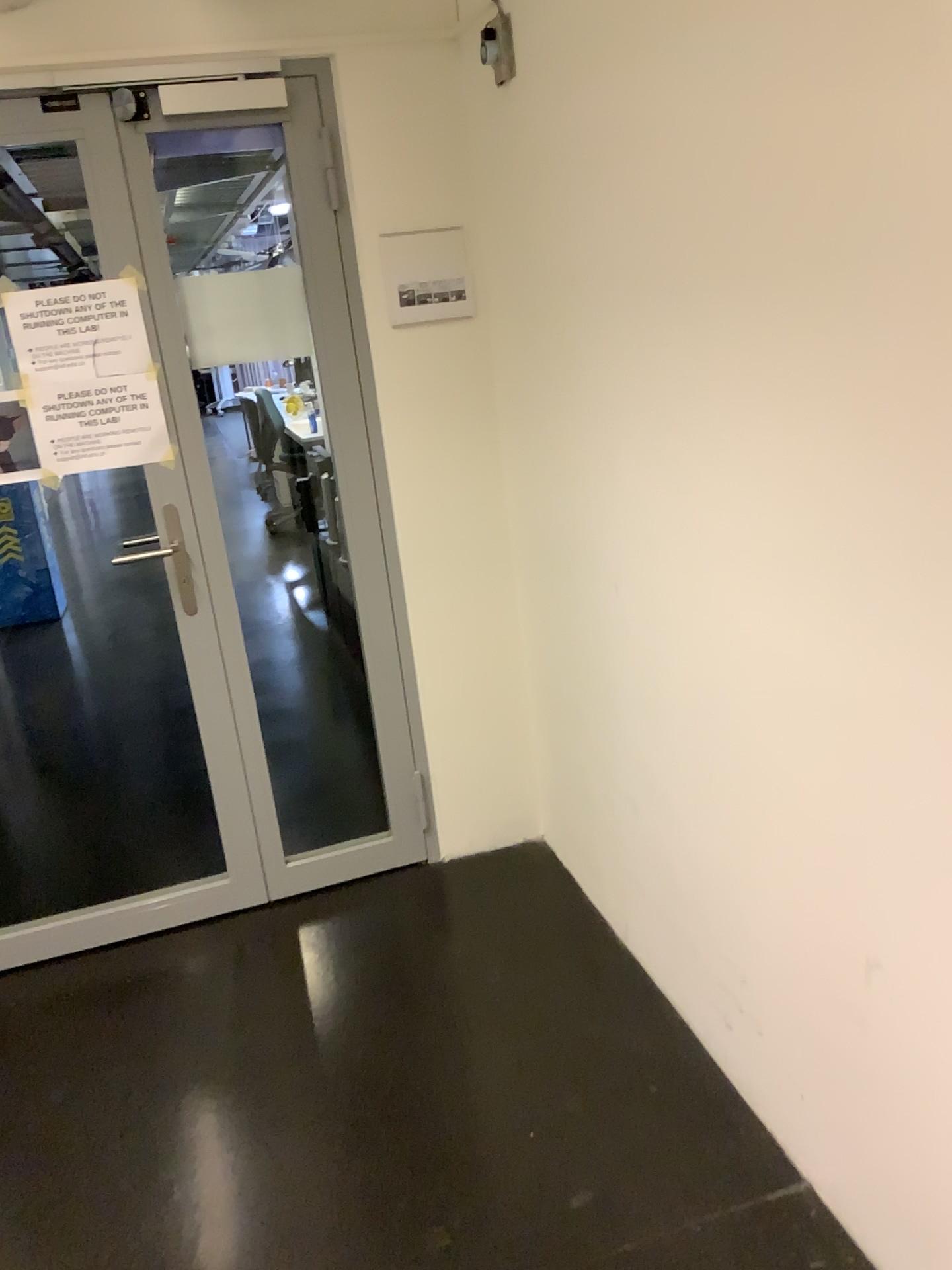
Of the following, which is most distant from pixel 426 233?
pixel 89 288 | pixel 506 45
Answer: pixel 89 288

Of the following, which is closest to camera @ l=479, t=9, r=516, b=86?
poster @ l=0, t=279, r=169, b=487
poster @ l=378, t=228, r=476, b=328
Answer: poster @ l=378, t=228, r=476, b=328

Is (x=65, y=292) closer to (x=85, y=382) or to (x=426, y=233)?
(x=85, y=382)

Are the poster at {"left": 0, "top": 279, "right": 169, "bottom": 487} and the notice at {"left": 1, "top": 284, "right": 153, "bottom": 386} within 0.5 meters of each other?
yes

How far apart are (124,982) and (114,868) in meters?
0.5

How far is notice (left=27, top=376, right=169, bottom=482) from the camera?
2.5 meters

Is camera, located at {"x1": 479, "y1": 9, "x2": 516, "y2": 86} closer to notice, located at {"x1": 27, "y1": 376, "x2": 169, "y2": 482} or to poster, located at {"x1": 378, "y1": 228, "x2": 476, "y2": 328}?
poster, located at {"x1": 378, "y1": 228, "x2": 476, "y2": 328}

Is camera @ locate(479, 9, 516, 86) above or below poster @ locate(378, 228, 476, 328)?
above

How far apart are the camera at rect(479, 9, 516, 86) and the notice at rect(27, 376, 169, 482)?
1.1m

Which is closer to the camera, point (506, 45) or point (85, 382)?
point (506, 45)
